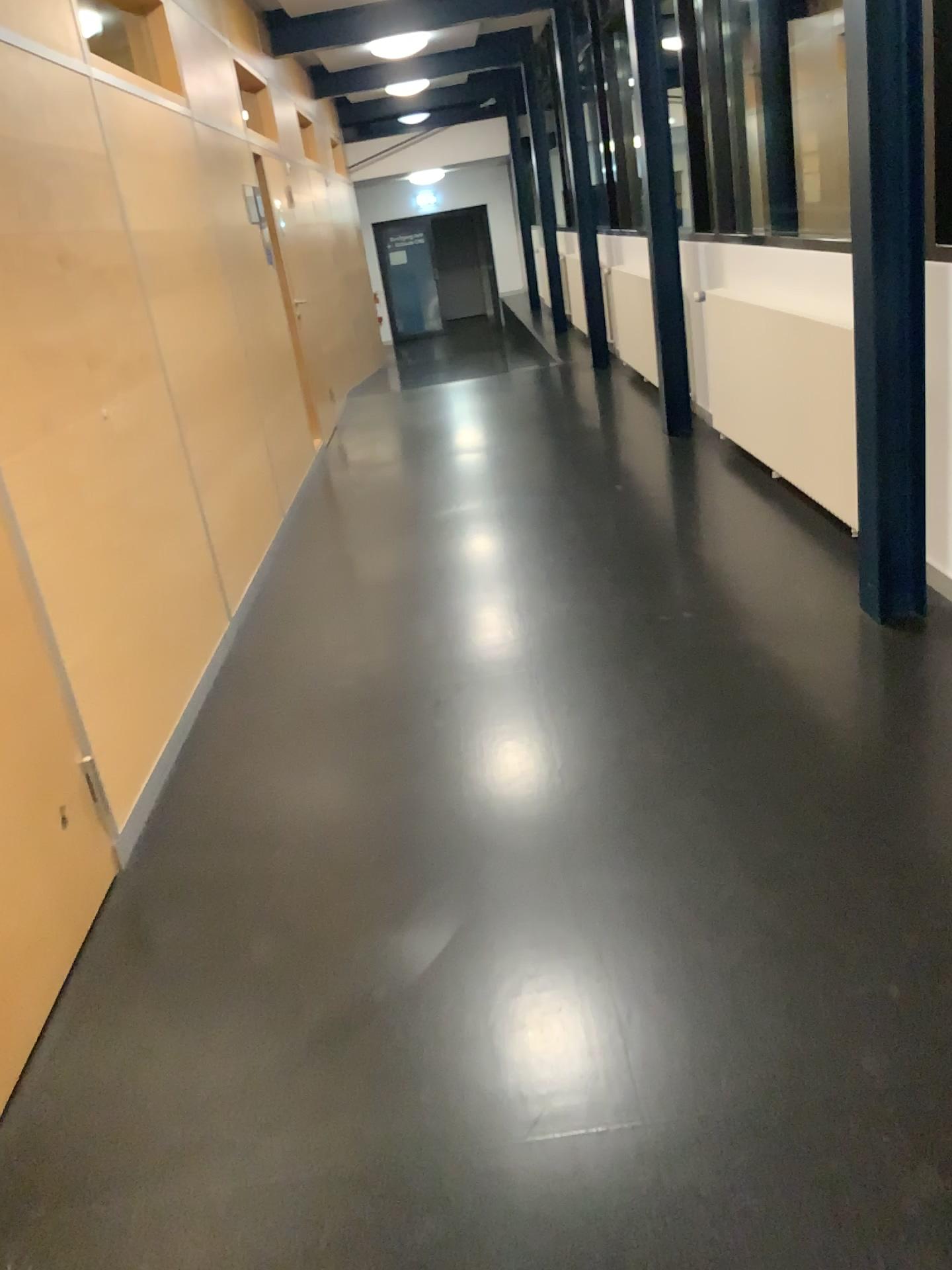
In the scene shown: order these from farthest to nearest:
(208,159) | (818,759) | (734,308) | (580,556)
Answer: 1. (208,159)
2. (734,308)
3. (580,556)
4. (818,759)
